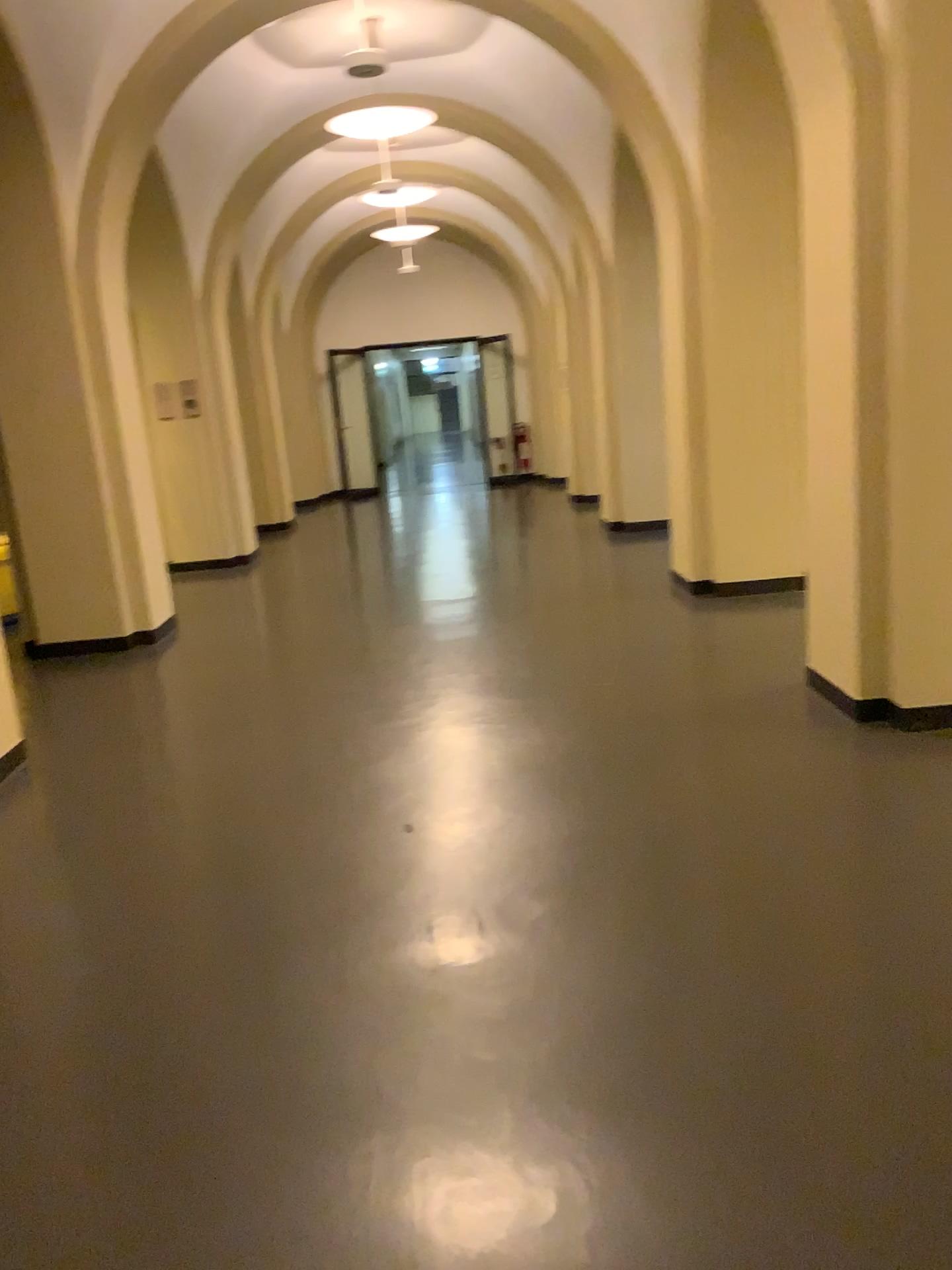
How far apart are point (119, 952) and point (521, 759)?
1.7 meters
